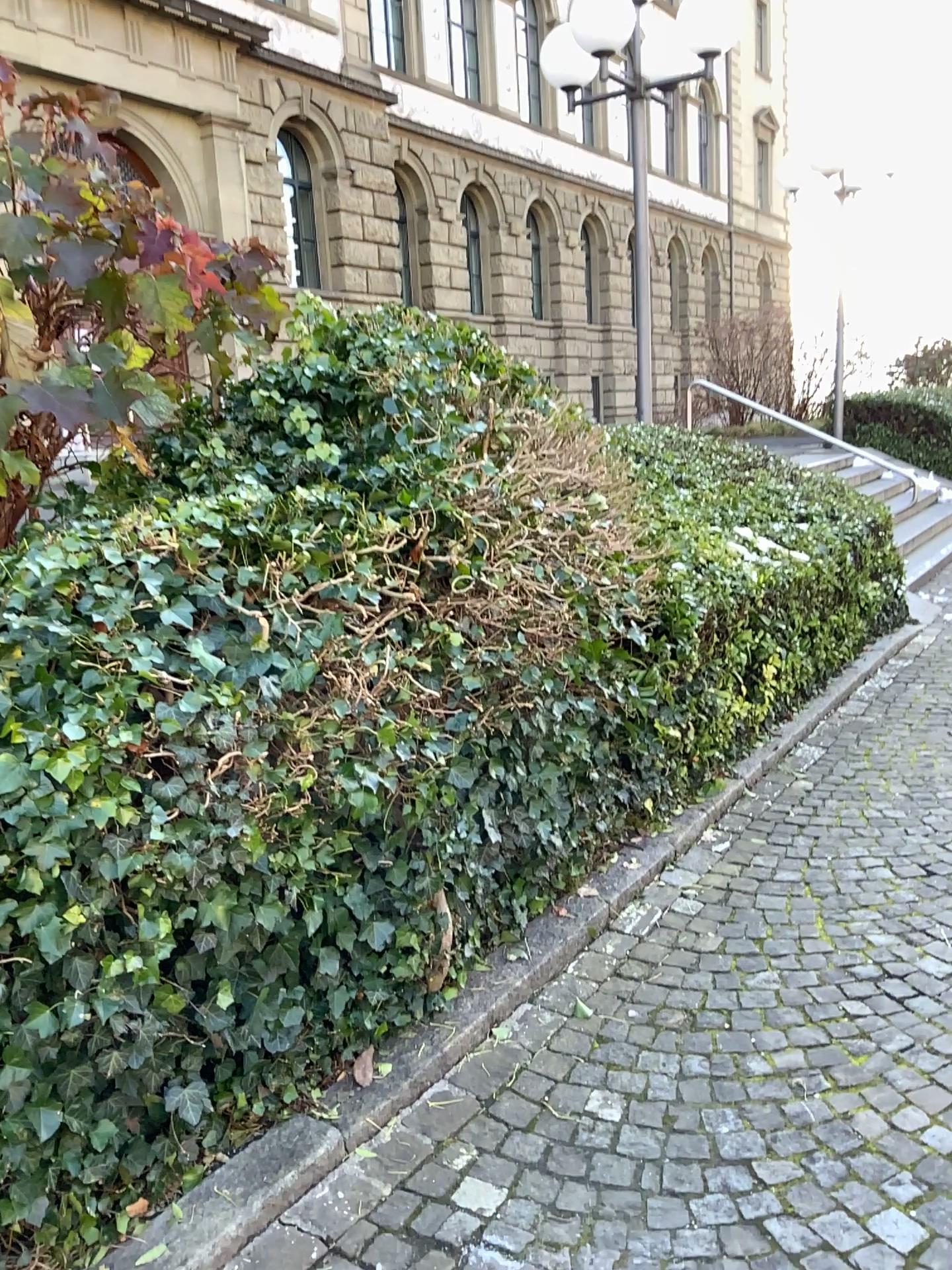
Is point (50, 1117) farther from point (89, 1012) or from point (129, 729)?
point (129, 729)
